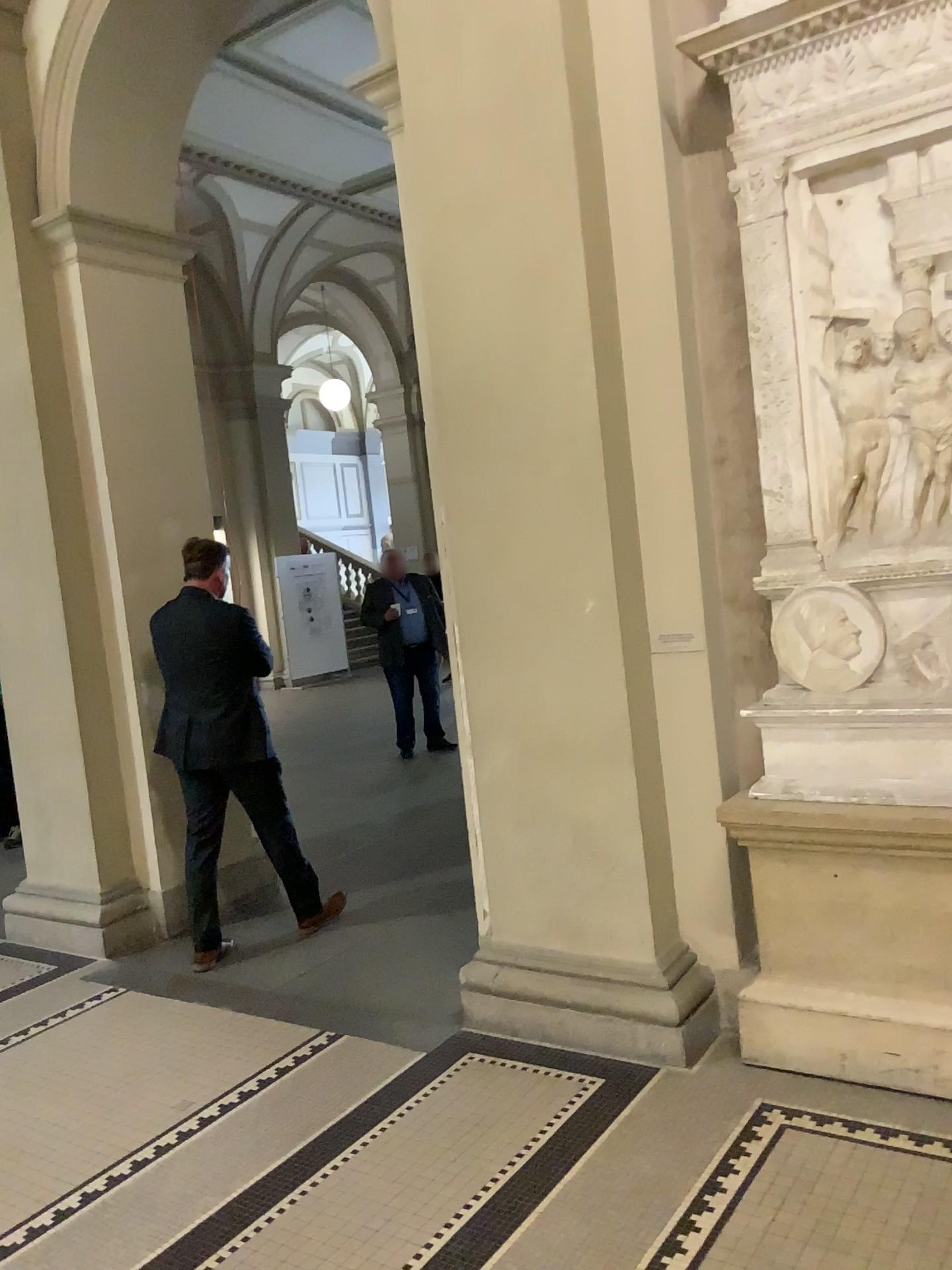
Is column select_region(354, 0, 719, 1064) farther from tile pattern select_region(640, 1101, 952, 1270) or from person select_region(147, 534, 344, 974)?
person select_region(147, 534, 344, 974)

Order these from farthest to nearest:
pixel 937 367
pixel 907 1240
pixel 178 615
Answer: pixel 178 615, pixel 937 367, pixel 907 1240

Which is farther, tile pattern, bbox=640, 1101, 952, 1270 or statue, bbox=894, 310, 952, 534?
statue, bbox=894, 310, 952, 534

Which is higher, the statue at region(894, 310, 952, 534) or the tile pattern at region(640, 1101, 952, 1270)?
the statue at region(894, 310, 952, 534)

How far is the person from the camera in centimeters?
428cm

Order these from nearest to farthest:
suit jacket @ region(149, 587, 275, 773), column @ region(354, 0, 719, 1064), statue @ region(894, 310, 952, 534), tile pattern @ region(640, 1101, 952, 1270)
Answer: tile pattern @ region(640, 1101, 952, 1270) → statue @ region(894, 310, 952, 534) → column @ region(354, 0, 719, 1064) → suit jacket @ region(149, 587, 275, 773)

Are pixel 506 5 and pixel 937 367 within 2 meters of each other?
yes

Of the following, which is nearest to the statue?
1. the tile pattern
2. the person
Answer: the tile pattern

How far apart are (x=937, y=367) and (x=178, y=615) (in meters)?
2.90

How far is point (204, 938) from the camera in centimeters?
441cm
